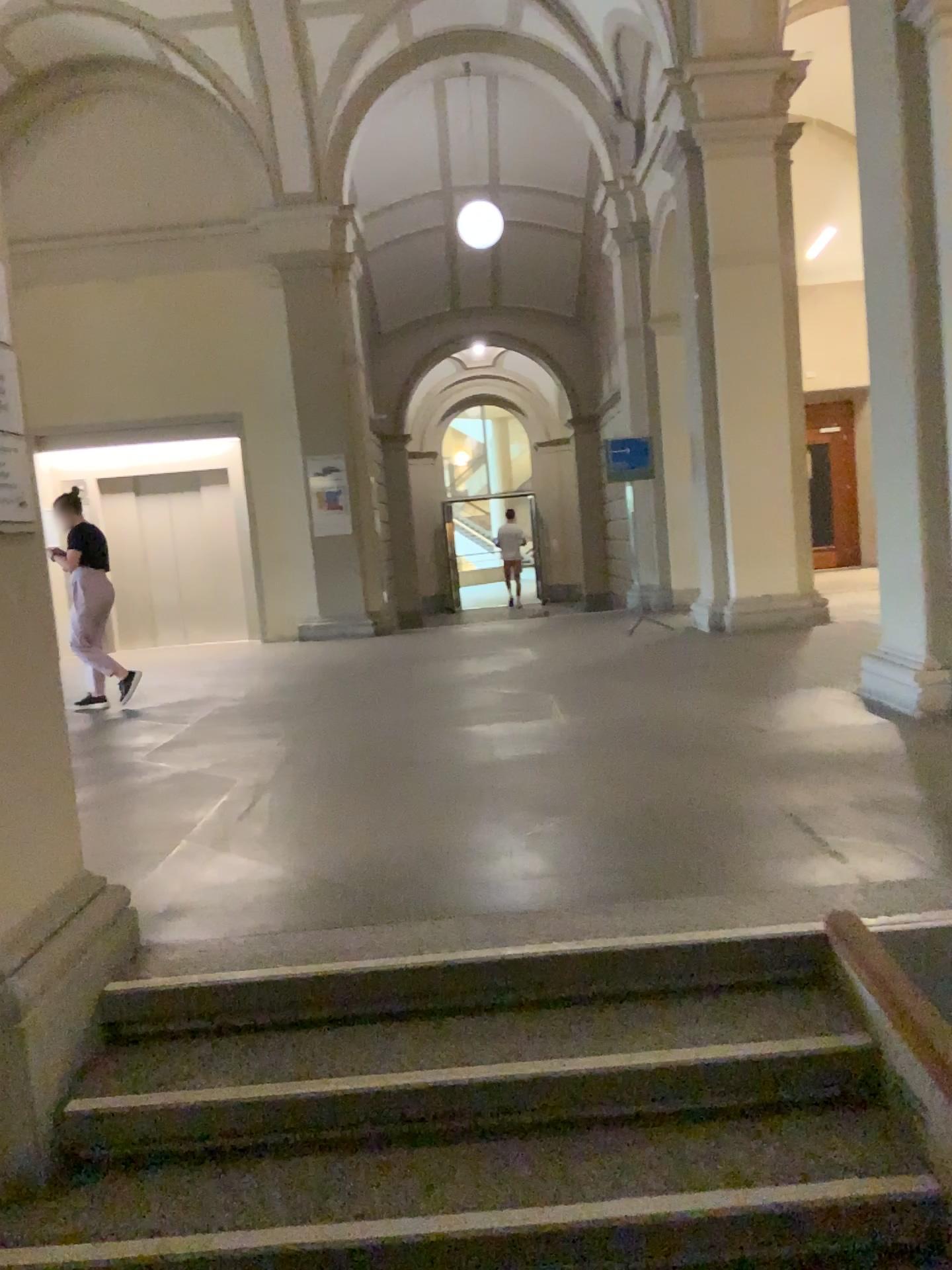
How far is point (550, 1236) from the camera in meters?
2.0

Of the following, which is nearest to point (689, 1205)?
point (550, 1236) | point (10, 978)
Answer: point (550, 1236)

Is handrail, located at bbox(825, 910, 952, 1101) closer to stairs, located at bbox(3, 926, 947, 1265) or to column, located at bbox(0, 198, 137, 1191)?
stairs, located at bbox(3, 926, 947, 1265)

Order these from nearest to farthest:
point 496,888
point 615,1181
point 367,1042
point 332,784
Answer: point 615,1181
point 367,1042
point 496,888
point 332,784

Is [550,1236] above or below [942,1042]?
below

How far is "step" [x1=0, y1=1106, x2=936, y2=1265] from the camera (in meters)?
2.00

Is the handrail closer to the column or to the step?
the step

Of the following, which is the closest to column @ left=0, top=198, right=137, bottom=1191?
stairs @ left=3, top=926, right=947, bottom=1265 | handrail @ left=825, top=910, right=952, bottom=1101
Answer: stairs @ left=3, top=926, right=947, bottom=1265
